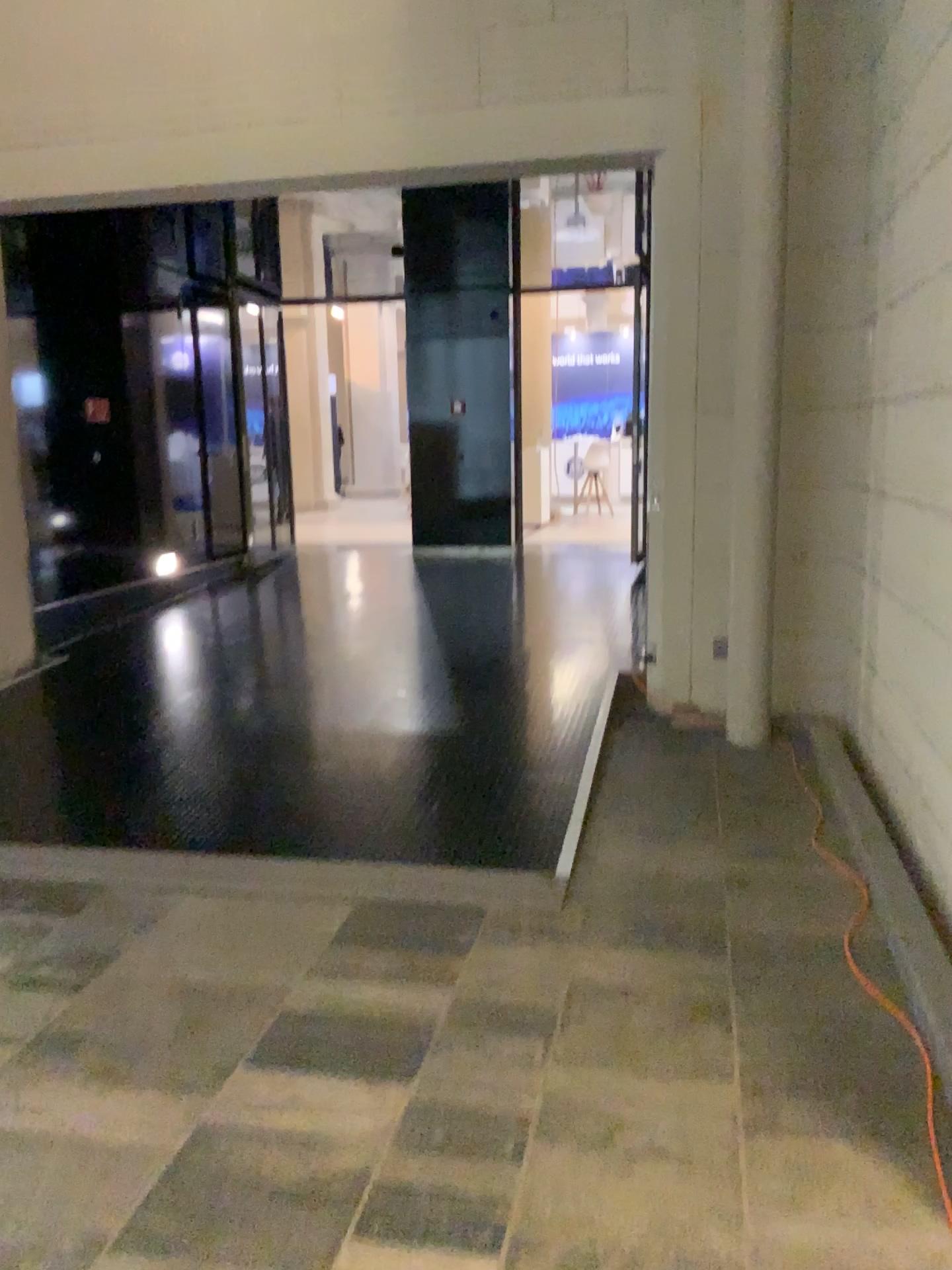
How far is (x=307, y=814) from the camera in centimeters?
411cm
